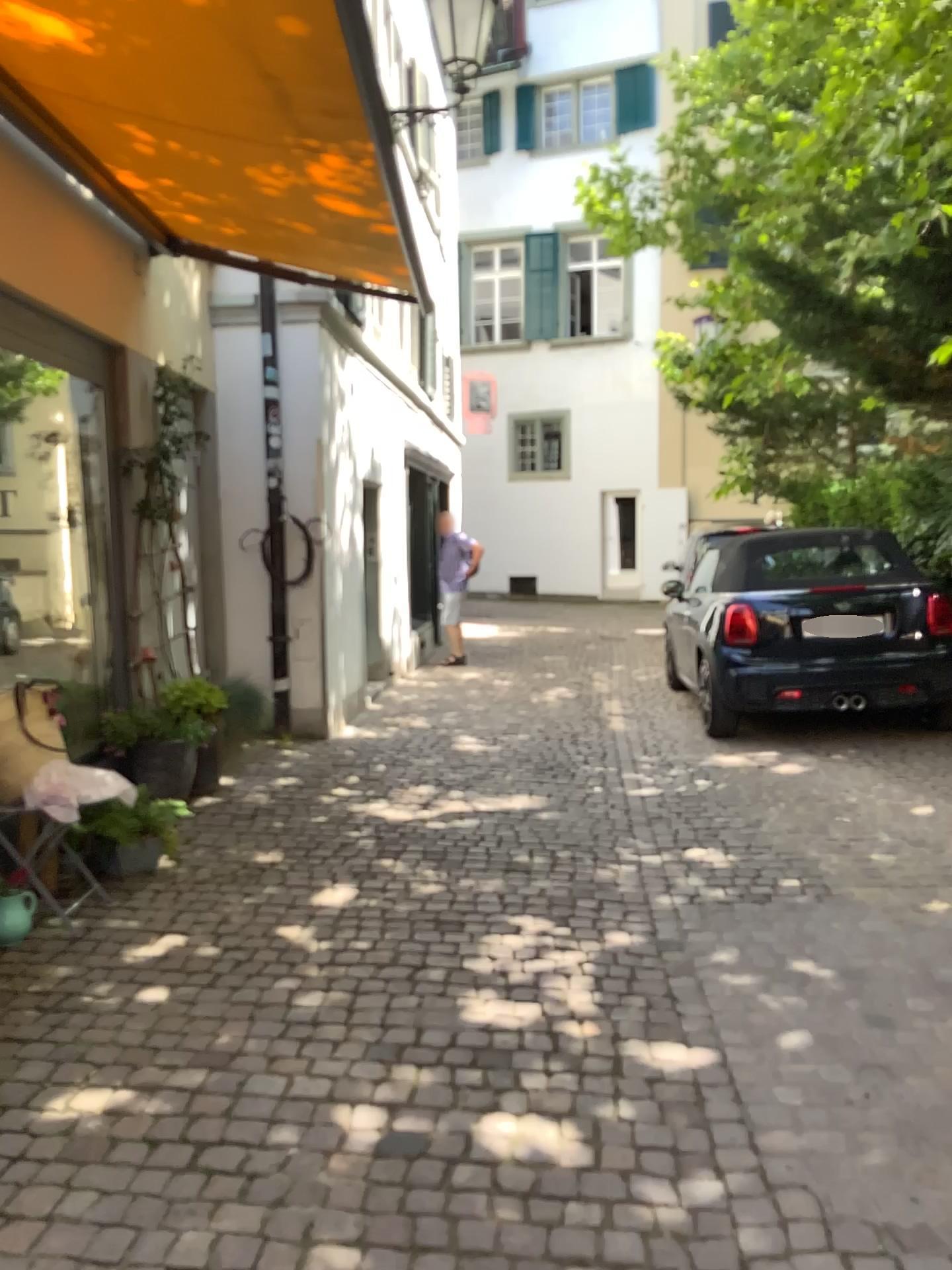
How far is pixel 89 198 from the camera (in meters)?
4.81
